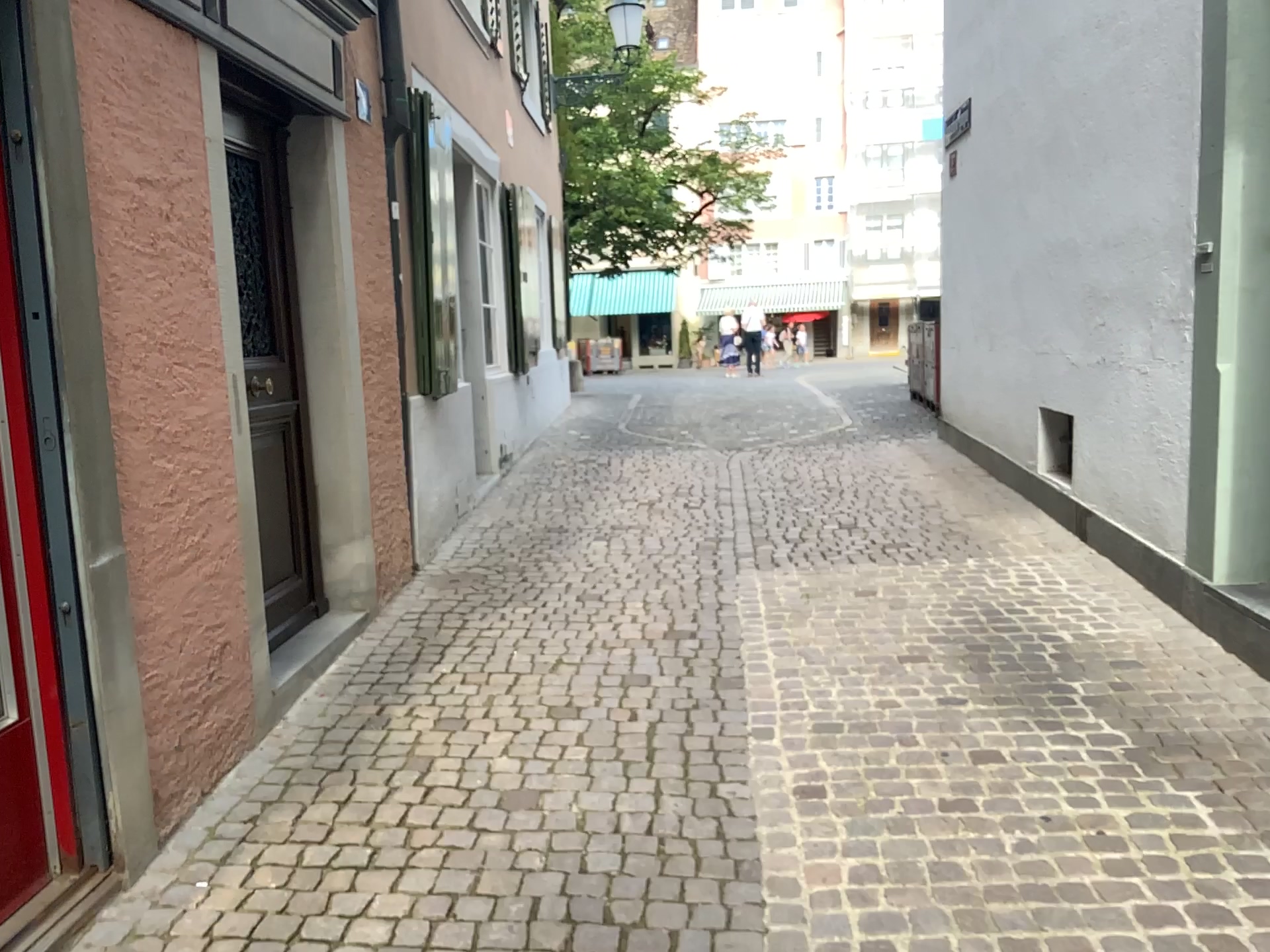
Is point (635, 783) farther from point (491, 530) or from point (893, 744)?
point (491, 530)
